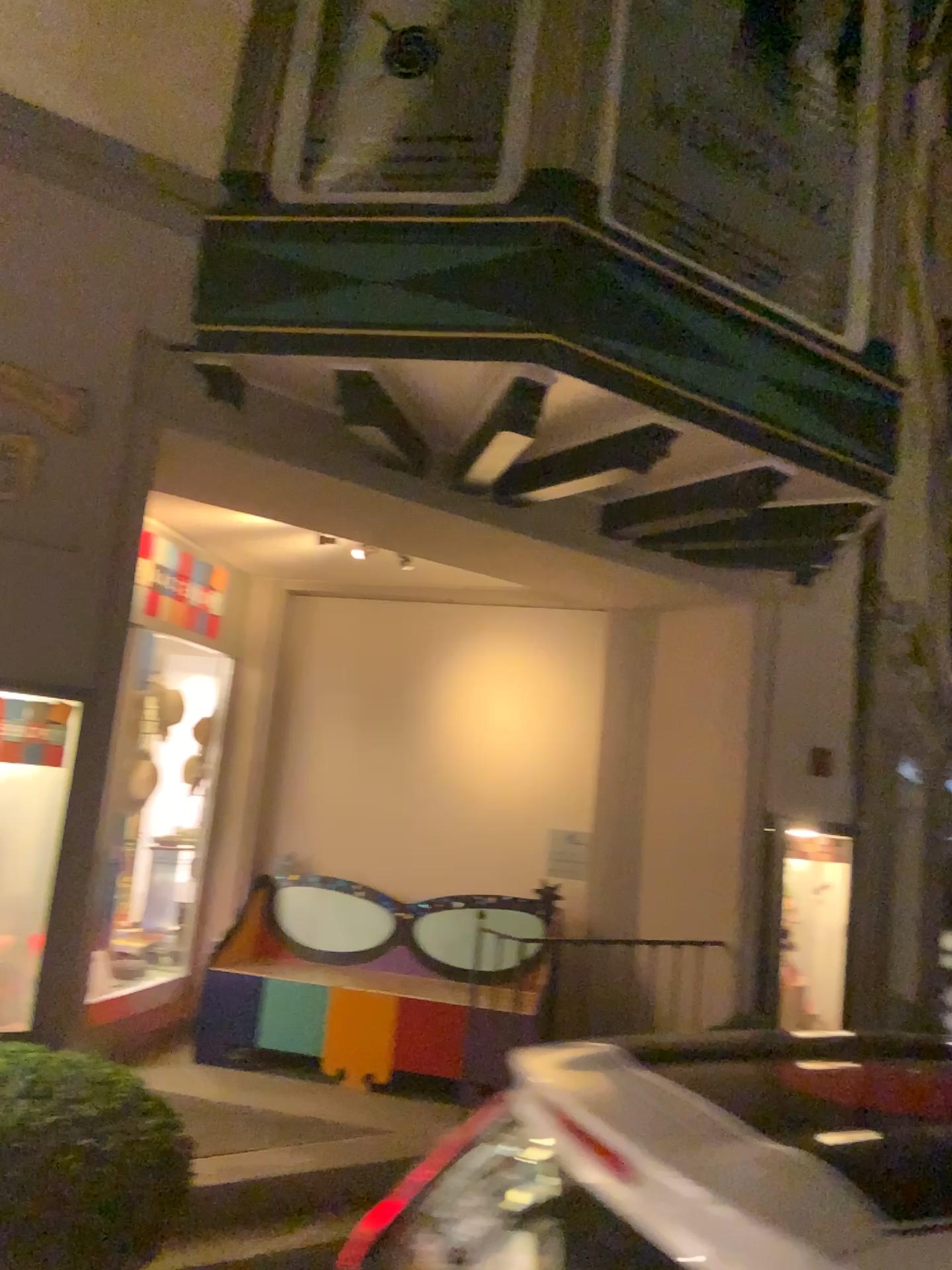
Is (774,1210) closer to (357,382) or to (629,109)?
(357,382)

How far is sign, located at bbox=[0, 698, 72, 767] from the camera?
2.9 meters

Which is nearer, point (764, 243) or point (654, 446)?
point (654, 446)

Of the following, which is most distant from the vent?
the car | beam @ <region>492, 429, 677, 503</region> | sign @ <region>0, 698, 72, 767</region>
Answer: the car

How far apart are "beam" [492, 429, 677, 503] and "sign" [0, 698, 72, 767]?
1.7m

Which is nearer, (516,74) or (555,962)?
(516,74)

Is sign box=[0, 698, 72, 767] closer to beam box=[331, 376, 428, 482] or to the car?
beam box=[331, 376, 428, 482]

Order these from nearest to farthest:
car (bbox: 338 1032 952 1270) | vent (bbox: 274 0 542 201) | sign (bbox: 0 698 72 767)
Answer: car (bbox: 338 1032 952 1270)
sign (bbox: 0 698 72 767)
vent (bbox: 274 0 542 201)

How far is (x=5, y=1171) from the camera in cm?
223

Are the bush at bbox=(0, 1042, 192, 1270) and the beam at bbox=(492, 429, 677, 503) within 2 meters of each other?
no
